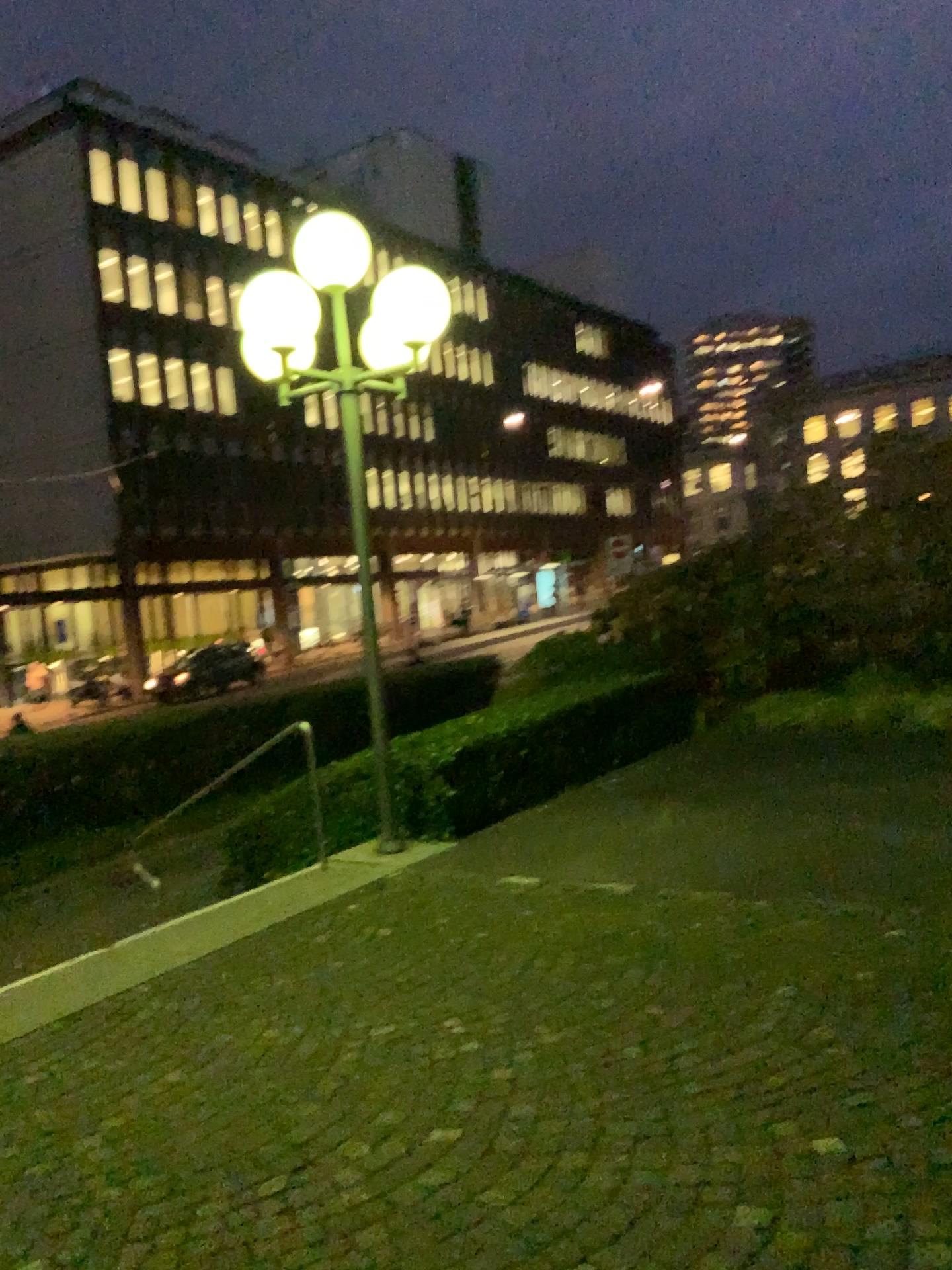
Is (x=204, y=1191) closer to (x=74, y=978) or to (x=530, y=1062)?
(x=530, y=1062)
